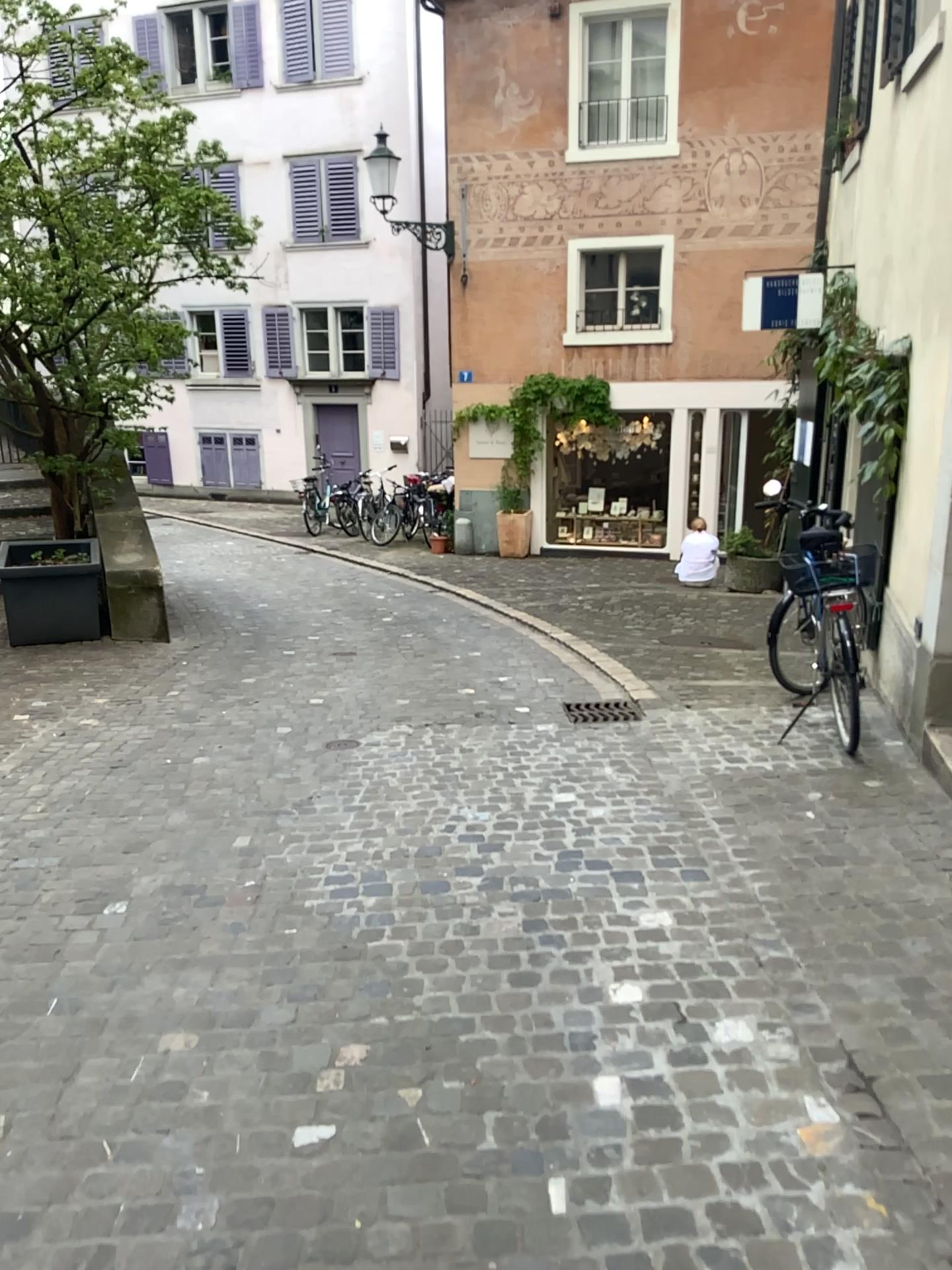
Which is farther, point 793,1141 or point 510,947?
point 510,947
